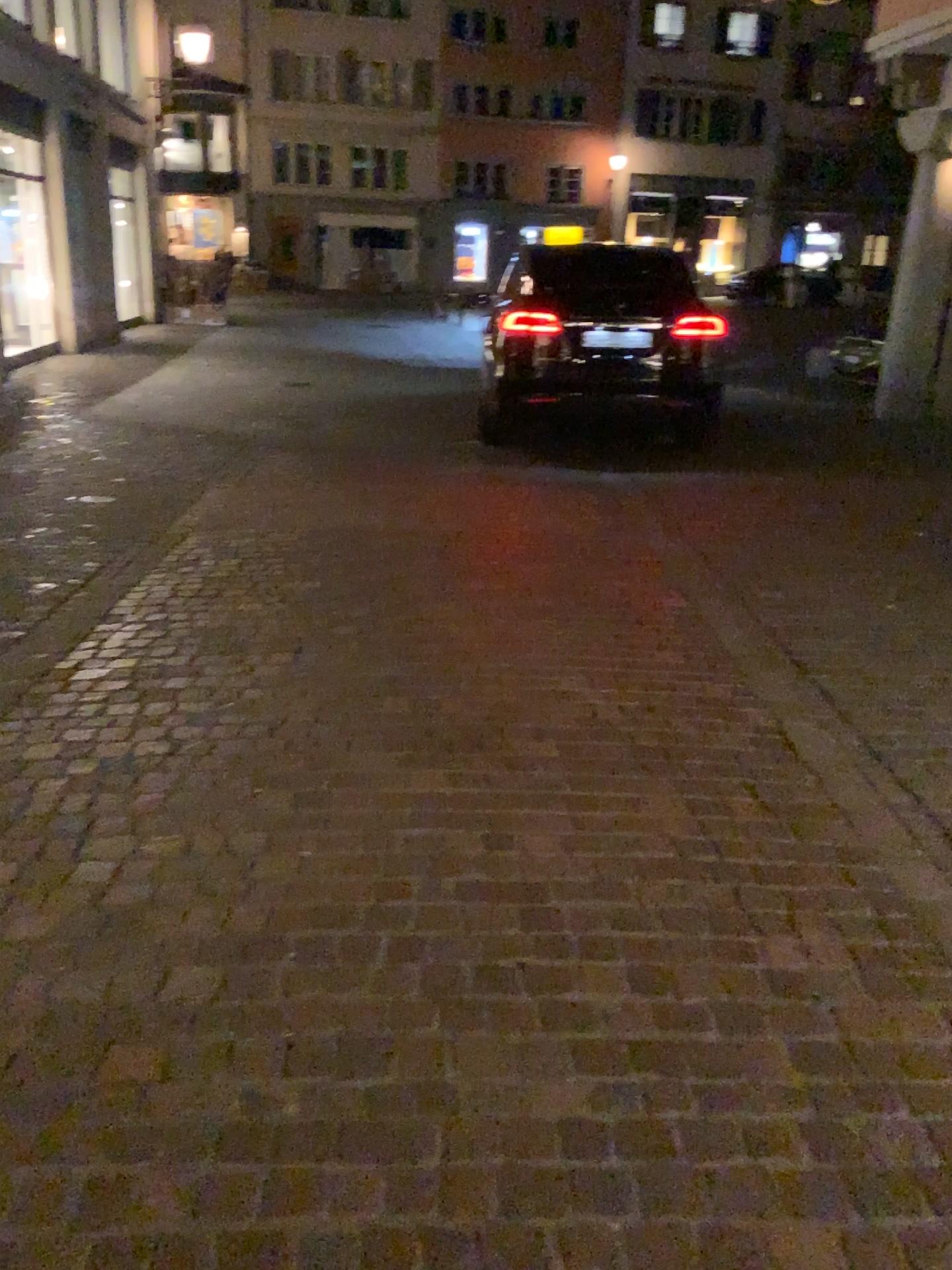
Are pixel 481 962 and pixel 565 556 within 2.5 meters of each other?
no
